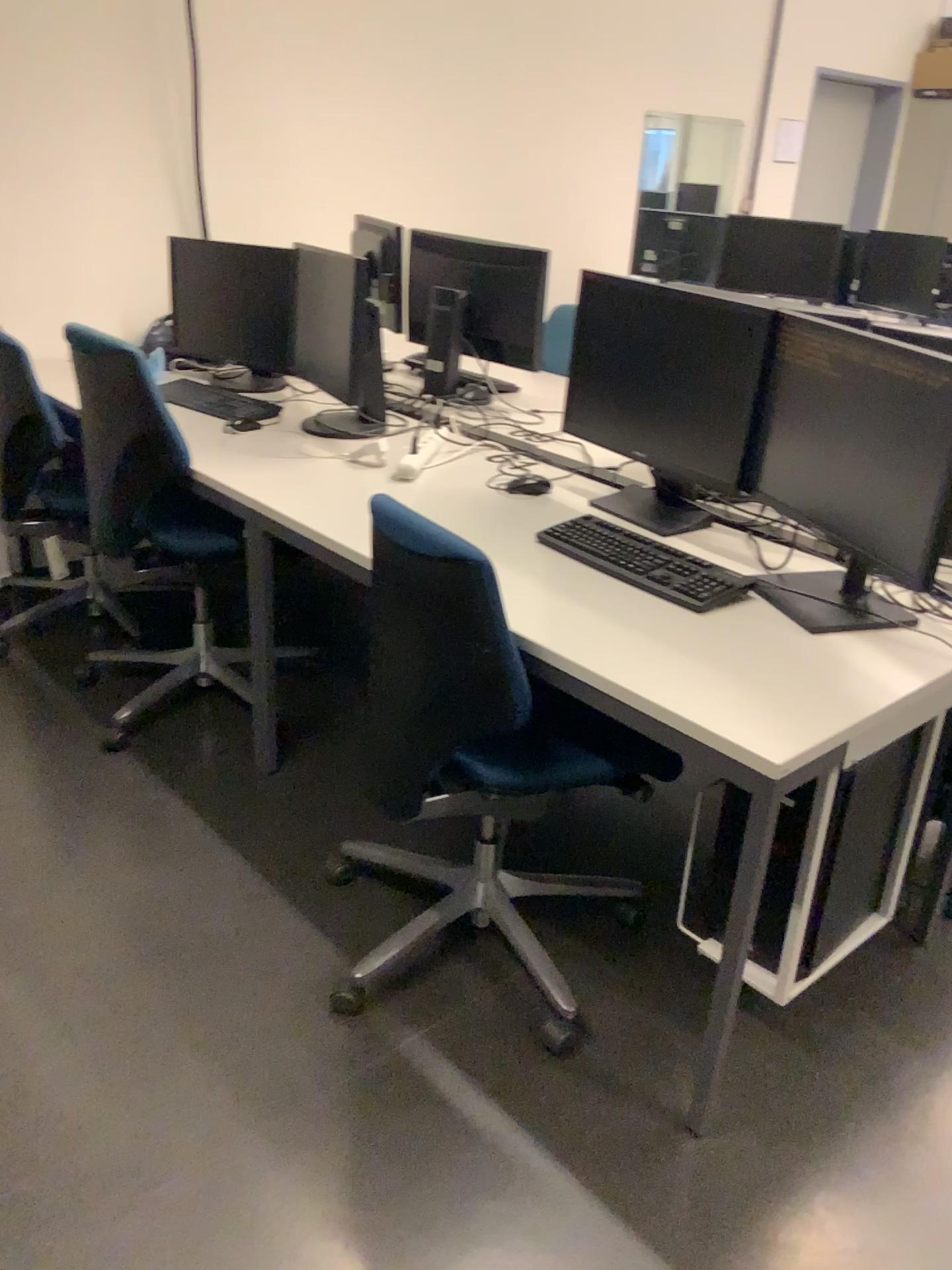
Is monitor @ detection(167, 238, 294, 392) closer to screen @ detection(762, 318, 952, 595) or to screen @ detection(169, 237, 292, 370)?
screen @ detection(169, 237, 292, 370)

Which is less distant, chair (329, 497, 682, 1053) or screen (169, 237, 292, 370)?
chair (329, 497, 682, 1053)

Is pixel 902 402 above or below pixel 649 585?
above

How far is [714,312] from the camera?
2.11m

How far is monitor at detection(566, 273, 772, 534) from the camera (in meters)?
2.11

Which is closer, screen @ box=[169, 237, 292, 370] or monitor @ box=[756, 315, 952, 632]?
monitor @ box=[756, 315, 952, 632]

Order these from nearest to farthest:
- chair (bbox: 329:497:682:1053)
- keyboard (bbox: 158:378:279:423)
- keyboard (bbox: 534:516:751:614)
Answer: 1. chair (bbox: 329:497:682:1053)
2. keyboard (bbox: 534:516:751:614)
3. keyboard (bbox: 158:378:279:423)

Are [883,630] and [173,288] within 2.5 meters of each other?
no

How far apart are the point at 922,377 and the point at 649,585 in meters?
0.6 m

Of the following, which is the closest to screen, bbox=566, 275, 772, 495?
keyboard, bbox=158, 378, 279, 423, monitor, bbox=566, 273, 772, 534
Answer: monitor, bbox=566, 273, 772, 534
